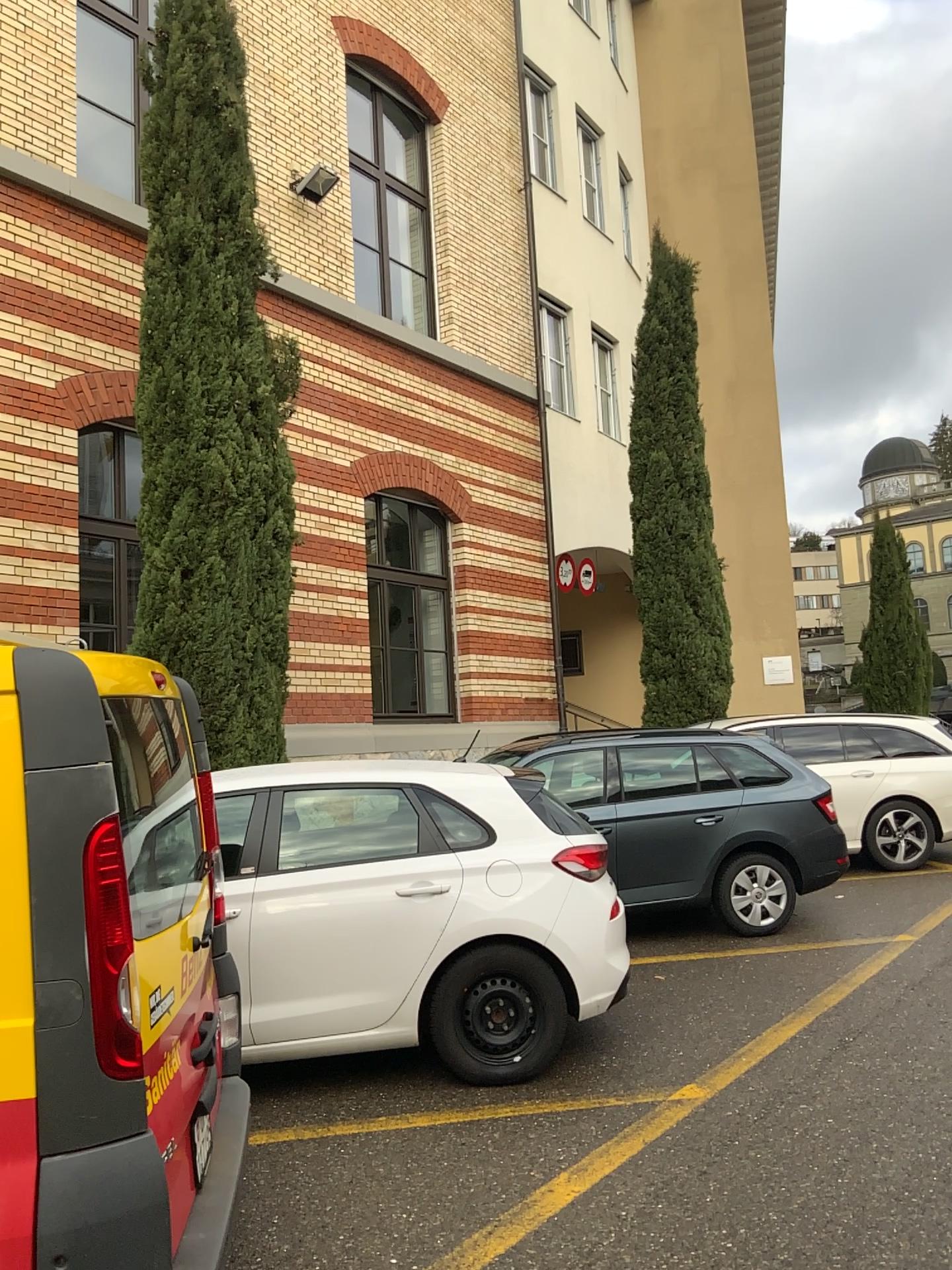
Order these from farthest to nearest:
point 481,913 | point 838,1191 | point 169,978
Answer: point 481,913 → point 838,1191 → point 169,978

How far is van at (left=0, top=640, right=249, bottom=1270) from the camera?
2.12m

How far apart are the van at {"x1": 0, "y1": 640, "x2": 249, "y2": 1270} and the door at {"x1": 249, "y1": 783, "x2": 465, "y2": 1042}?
2.4 meters

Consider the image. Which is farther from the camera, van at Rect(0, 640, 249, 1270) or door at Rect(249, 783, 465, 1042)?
door at Rect(249, 783, 465, 1042)

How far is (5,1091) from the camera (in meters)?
2.12

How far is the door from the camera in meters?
4.6 m

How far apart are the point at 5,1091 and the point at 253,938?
2.5m

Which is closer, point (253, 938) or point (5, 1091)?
point (5, 1091)
